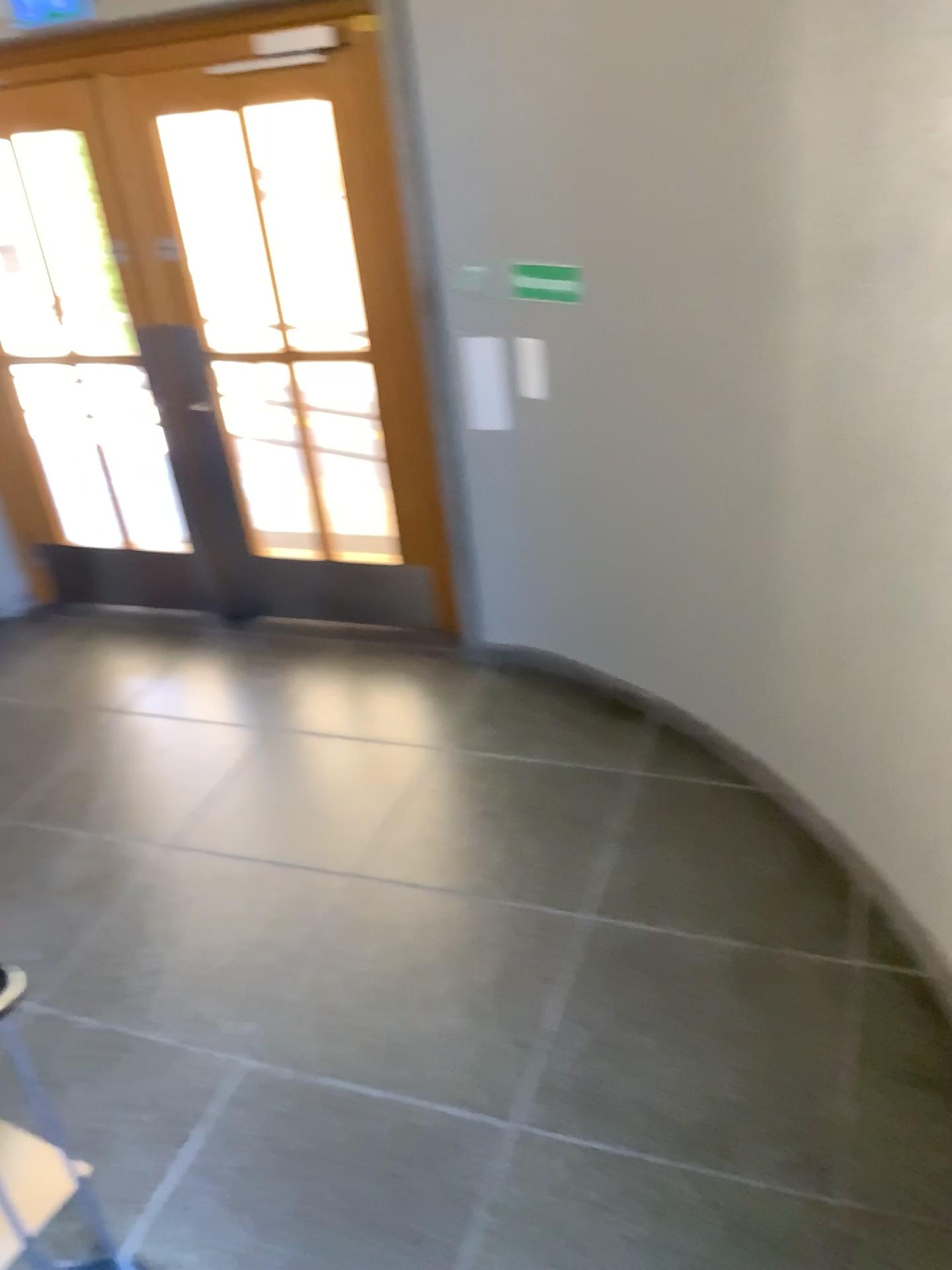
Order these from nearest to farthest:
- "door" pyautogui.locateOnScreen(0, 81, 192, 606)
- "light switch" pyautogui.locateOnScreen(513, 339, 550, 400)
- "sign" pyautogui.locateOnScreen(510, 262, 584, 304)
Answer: "sign" pyautogui.locateOnScreen(510, 262, 584, 304) → "light switch" pyautogui.locateOnScreen(513, 339, 550, 400) → "door" pyautogui.locateOnScreen(0, 81, 192, 606)

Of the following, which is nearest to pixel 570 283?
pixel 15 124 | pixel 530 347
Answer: pixel 530 347

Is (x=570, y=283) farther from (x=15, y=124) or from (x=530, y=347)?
(x=15, y=124)

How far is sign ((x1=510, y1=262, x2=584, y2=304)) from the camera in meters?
3.4

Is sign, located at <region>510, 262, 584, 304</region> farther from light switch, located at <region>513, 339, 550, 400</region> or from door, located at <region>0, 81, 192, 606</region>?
door, located at <region>0, 81, 192, 606</region>

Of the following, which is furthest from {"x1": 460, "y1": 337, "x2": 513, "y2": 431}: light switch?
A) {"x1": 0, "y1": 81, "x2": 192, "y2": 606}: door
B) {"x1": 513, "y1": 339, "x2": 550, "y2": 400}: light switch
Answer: {"x1": 0, "y1": 81, "x2": 192, "y2": 606}: door

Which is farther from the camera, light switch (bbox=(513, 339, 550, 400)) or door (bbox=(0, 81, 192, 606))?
door (bbox=(0, 81, 192, 606))

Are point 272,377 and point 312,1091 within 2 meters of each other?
no

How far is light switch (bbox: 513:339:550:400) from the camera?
3.60m

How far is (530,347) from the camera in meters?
3.6 m
